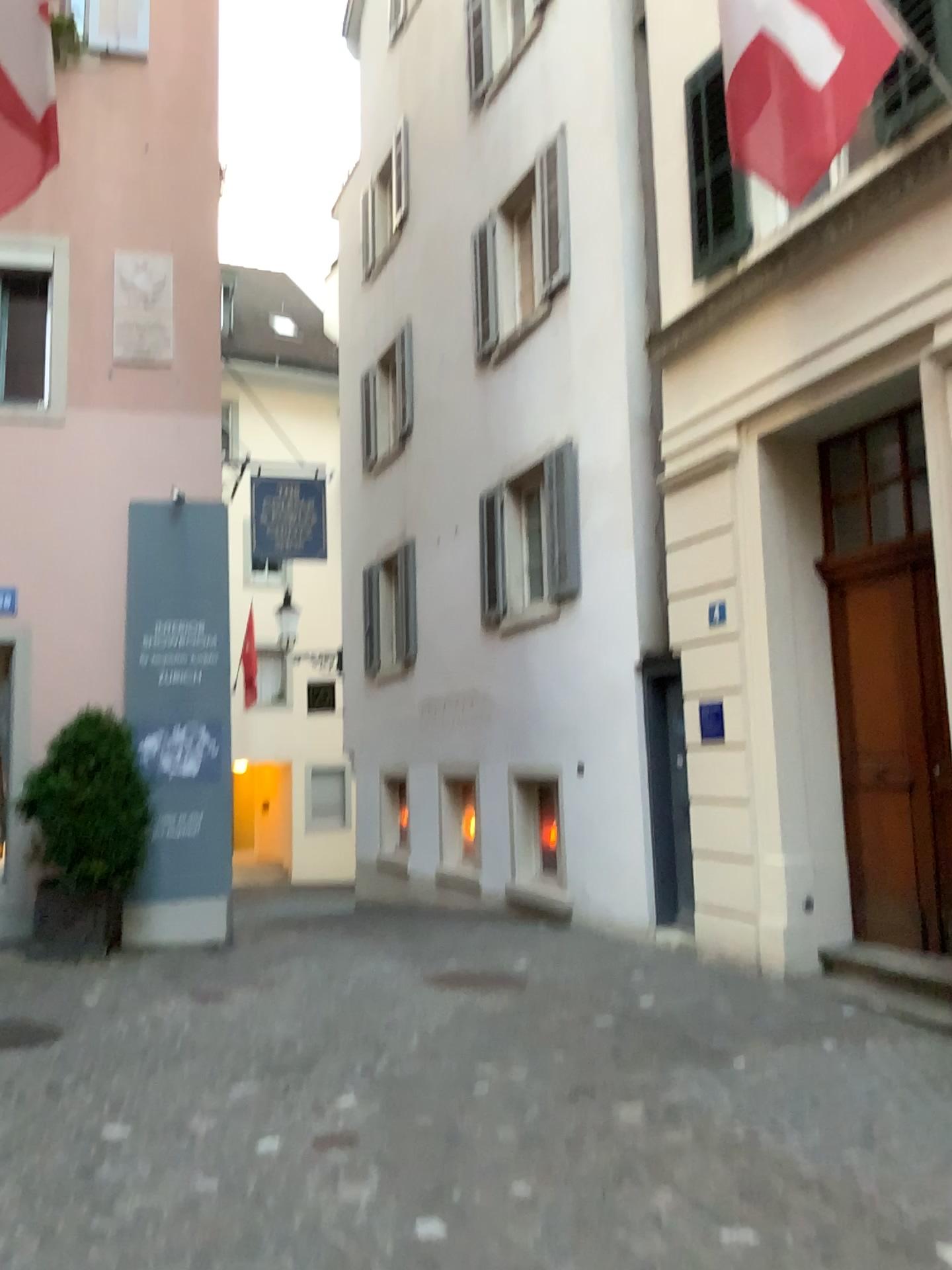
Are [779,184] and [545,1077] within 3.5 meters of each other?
no
